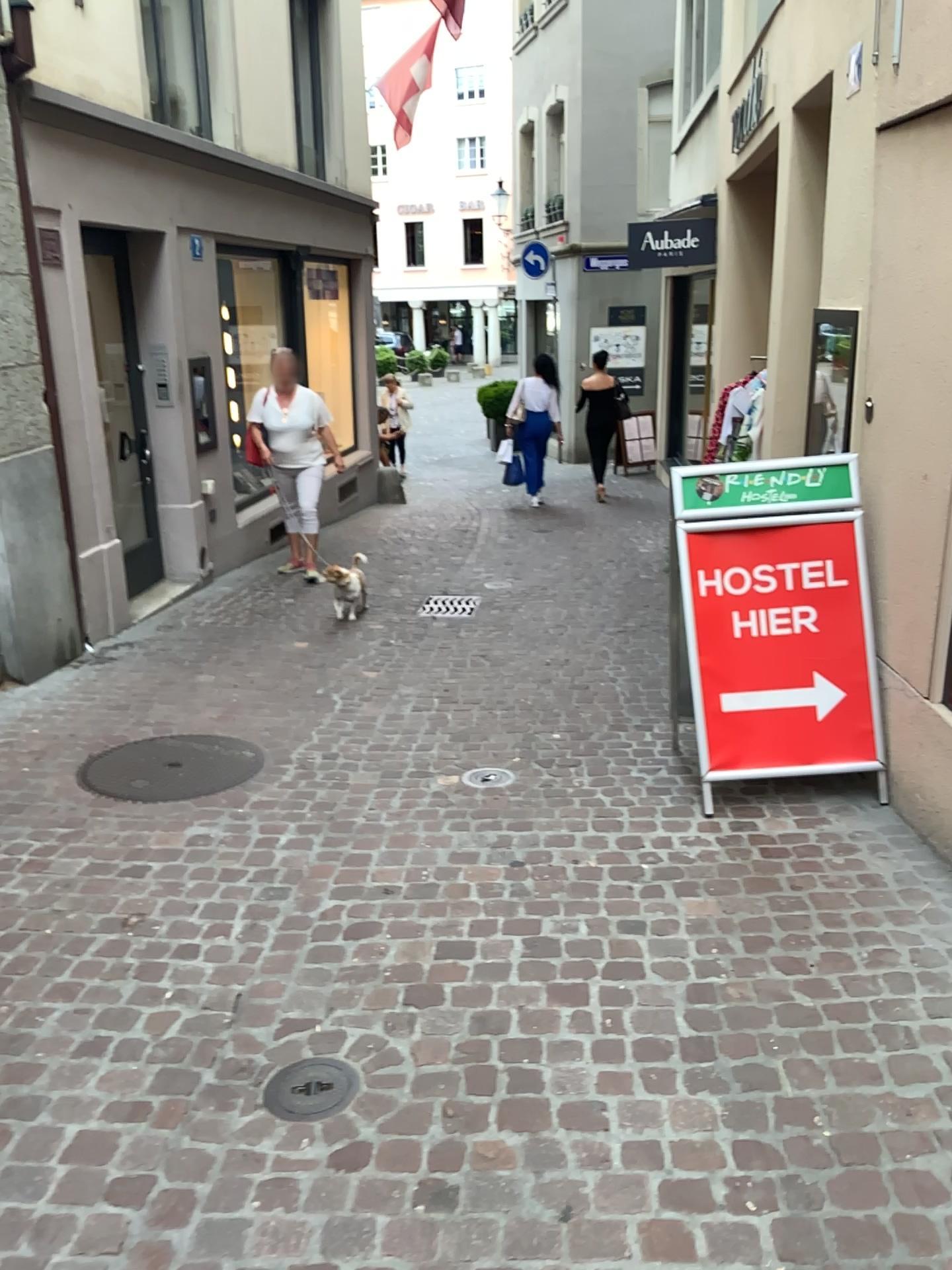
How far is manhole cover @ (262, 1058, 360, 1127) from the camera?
2.27m

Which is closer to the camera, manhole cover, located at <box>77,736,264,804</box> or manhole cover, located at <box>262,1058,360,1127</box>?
manhole cover, located at <box>262,1058,360,1127</box>

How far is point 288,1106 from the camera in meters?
2.3

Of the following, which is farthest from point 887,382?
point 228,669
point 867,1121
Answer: point 228,669

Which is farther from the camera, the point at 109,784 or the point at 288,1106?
the point at 109,784
